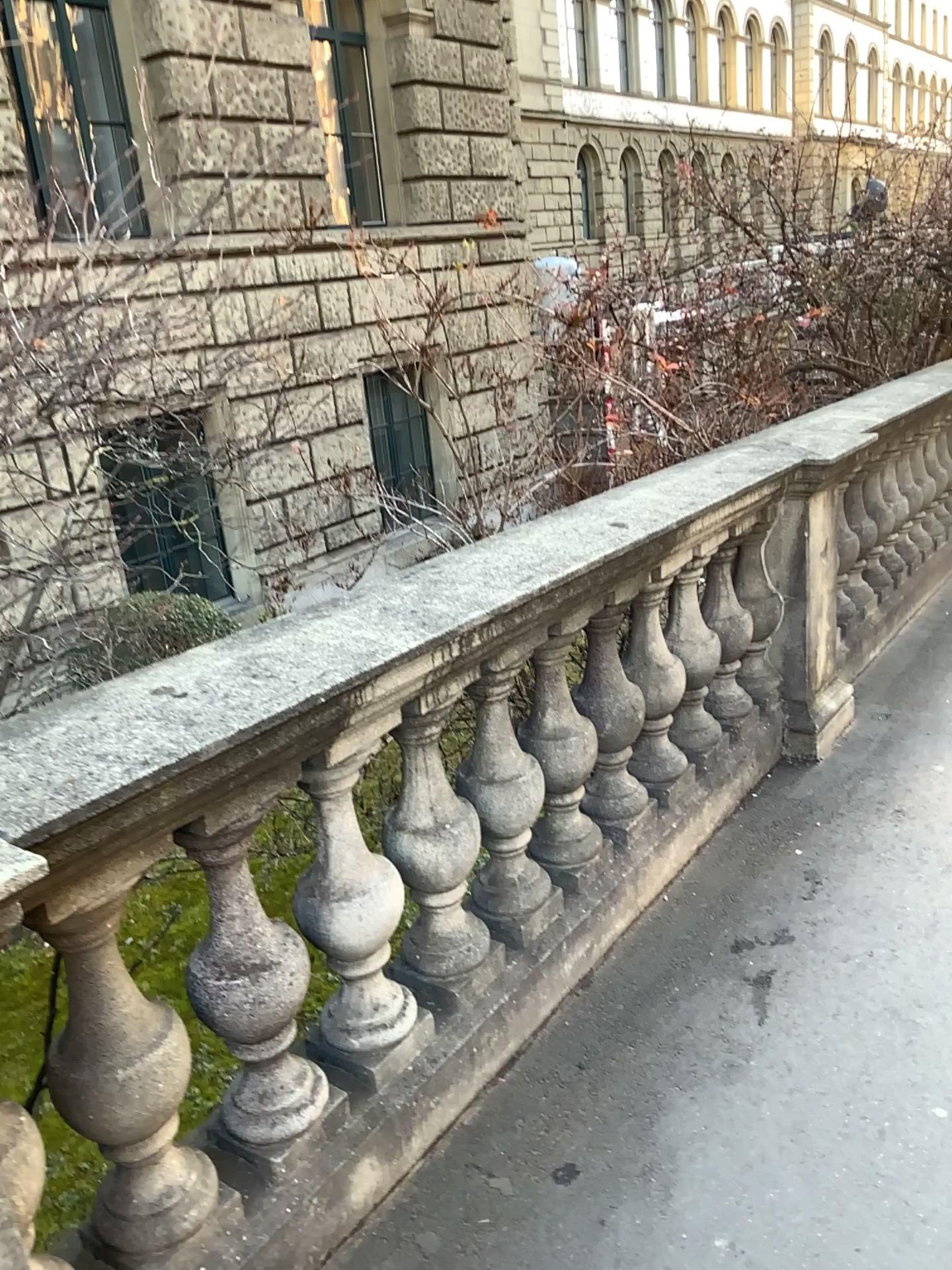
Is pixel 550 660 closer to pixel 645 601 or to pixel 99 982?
pixel 645 601

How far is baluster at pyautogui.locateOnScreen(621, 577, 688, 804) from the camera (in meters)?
2.79

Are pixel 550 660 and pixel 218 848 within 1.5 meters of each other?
yes

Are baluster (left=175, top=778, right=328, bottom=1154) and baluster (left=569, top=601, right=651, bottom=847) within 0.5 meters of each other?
no

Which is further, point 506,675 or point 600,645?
point 600,645

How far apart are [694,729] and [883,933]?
0.8m

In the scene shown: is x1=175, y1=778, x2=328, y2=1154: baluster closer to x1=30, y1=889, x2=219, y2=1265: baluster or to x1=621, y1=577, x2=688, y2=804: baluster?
x1=30, y1=889, x2=219, y2=1265: baluster

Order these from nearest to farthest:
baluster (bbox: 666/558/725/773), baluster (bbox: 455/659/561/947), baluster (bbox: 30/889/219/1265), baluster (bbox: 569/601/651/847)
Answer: baluster (bbox: 30/889/219/1265), baluster (bbox: 455/659/561/947), baluster (bbox: 569/601/651/847), baluster (bbox: 666/558/725/773)

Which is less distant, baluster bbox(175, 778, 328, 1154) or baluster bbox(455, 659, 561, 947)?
baluster bbox(175, 778, 328, 1154)

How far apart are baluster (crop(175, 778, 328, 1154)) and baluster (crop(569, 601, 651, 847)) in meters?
1.0 m
